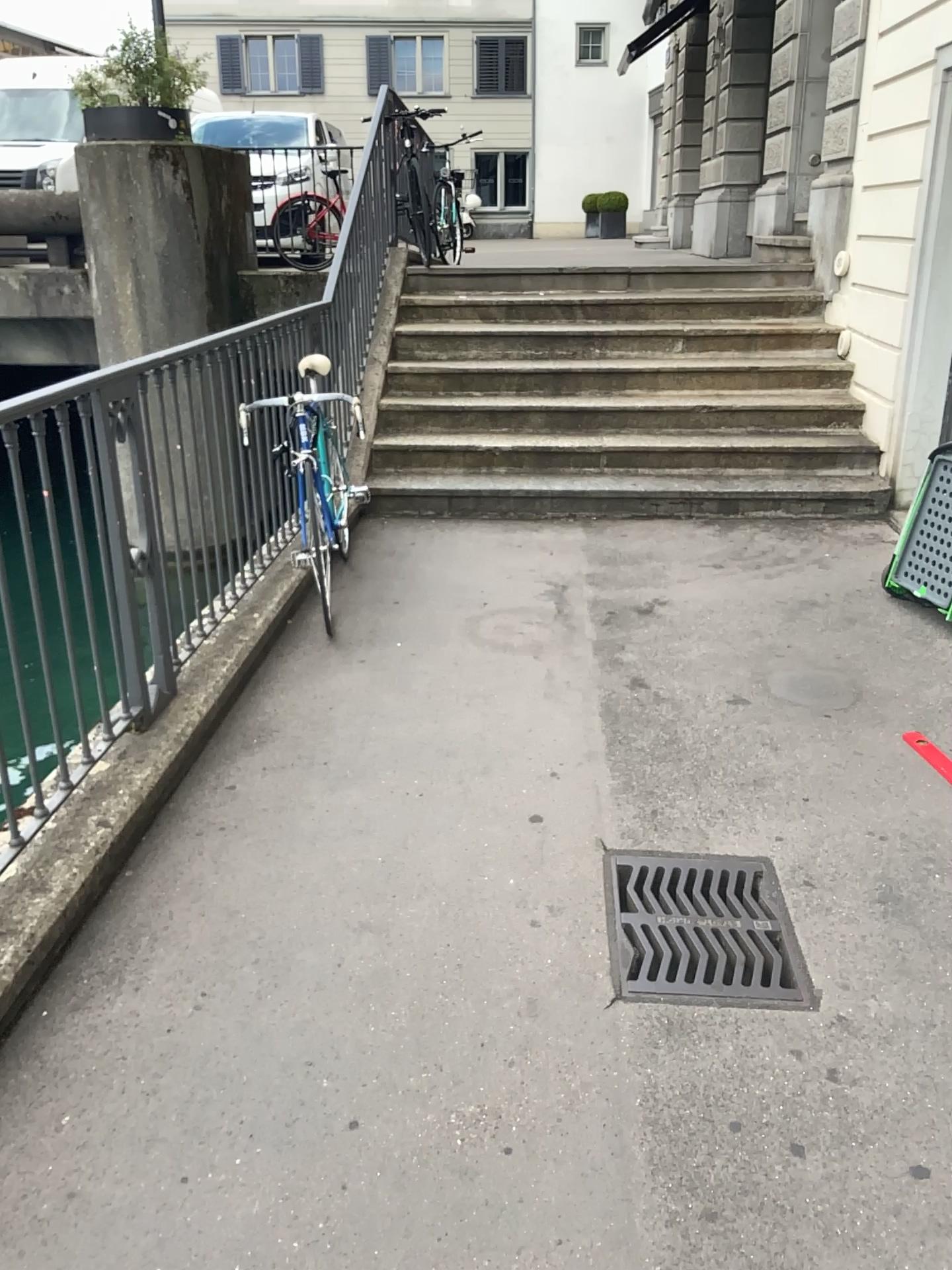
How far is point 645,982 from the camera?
2.3m

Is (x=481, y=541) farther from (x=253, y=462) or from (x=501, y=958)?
(x=501, y=958)

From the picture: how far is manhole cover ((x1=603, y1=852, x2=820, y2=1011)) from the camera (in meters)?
2.27
